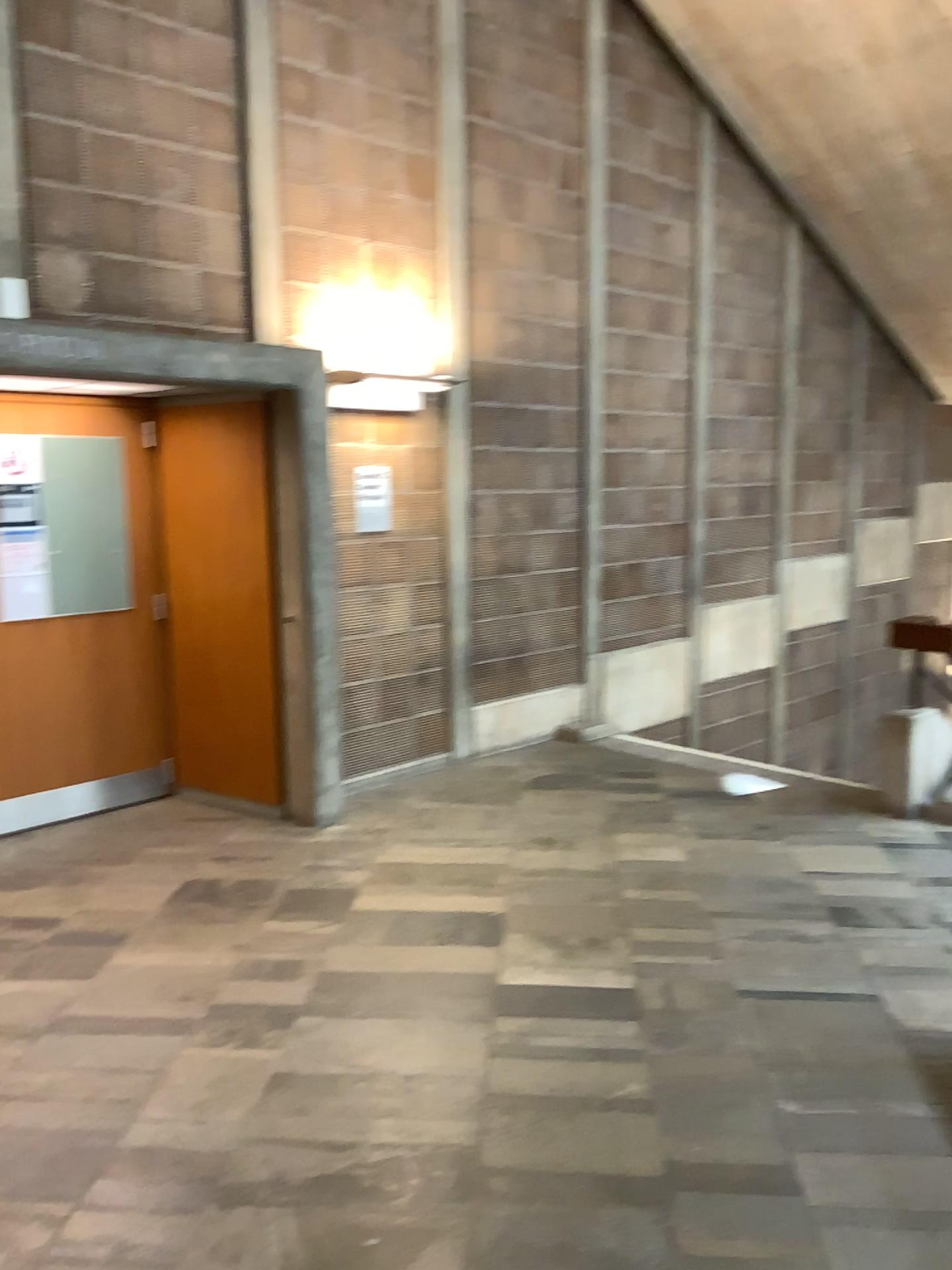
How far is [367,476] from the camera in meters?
5.1 m

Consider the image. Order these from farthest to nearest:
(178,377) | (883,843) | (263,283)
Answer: (263,283) < (883,843) < (178,377)

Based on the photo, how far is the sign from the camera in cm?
510
